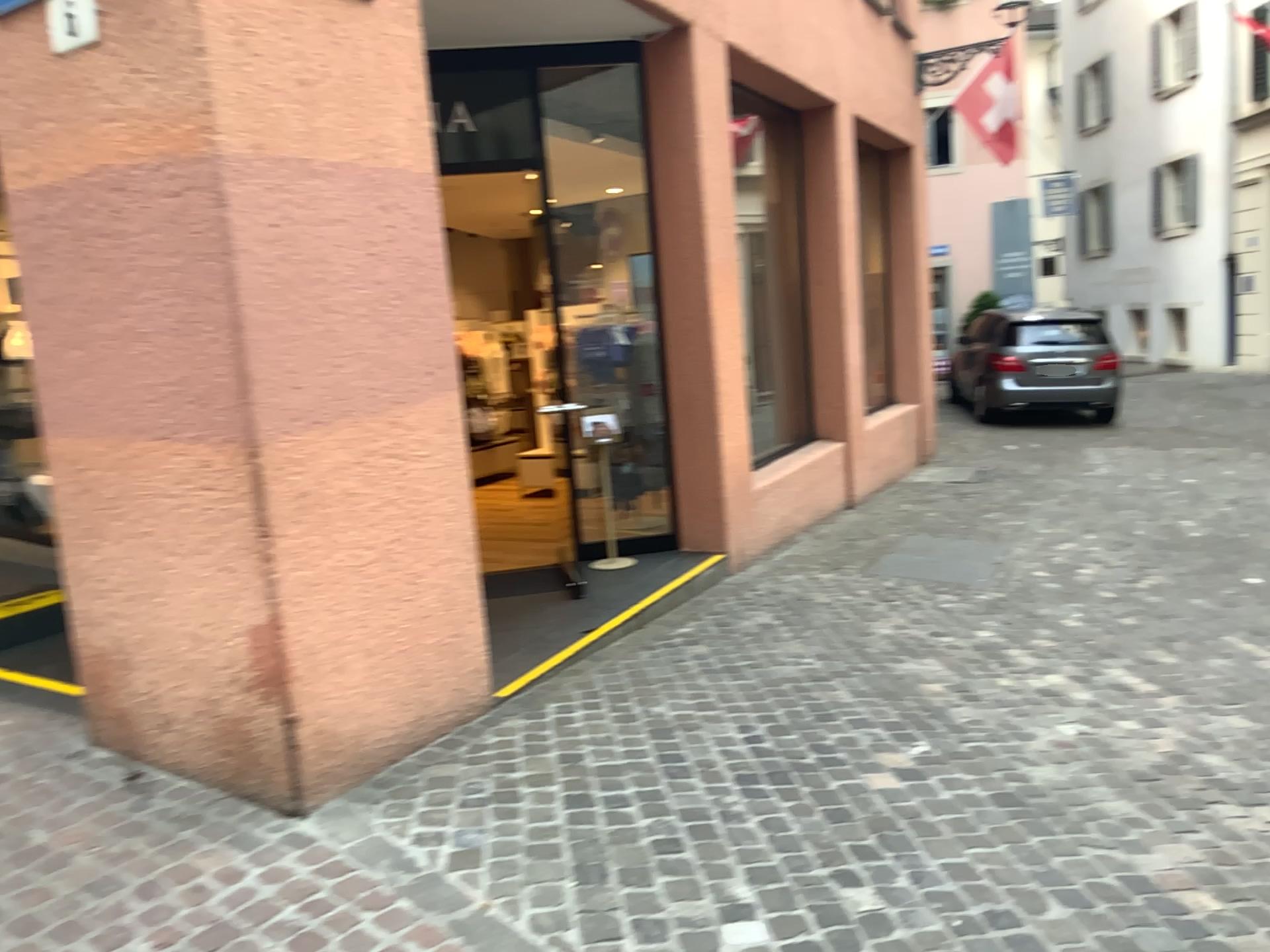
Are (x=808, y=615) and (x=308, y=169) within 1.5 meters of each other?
no
